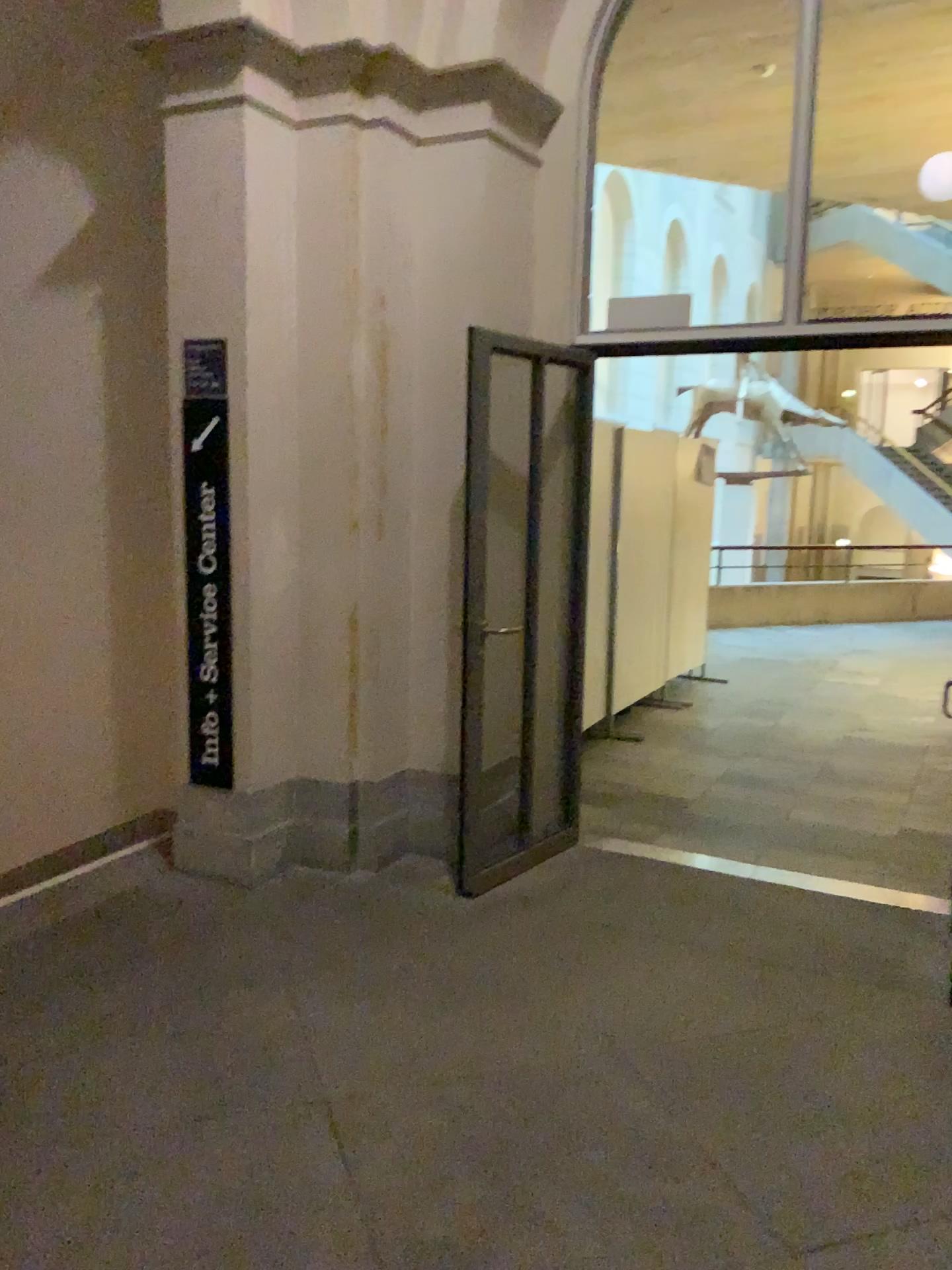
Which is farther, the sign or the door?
the door

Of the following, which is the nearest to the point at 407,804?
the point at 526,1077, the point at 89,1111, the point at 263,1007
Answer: the point at 263,1007

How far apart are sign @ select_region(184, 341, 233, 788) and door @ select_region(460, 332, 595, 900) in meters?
1.0 m

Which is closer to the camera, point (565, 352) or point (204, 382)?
point (204, 382)

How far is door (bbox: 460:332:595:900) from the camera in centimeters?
441cm

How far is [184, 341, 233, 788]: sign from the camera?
3.9 meters

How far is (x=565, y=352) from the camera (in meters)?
4.41

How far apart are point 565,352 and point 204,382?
1.5m
